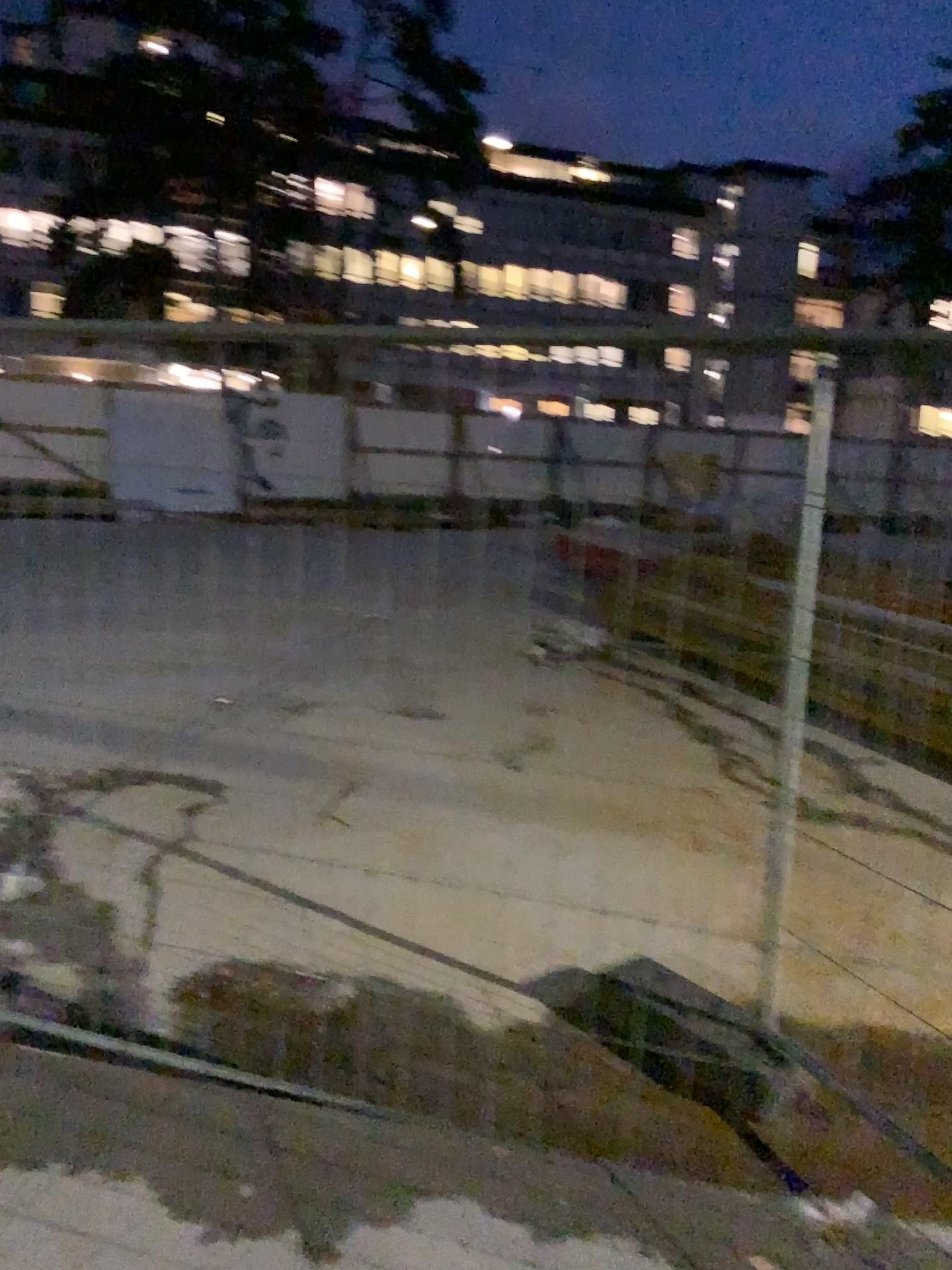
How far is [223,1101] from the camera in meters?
2.4 m
